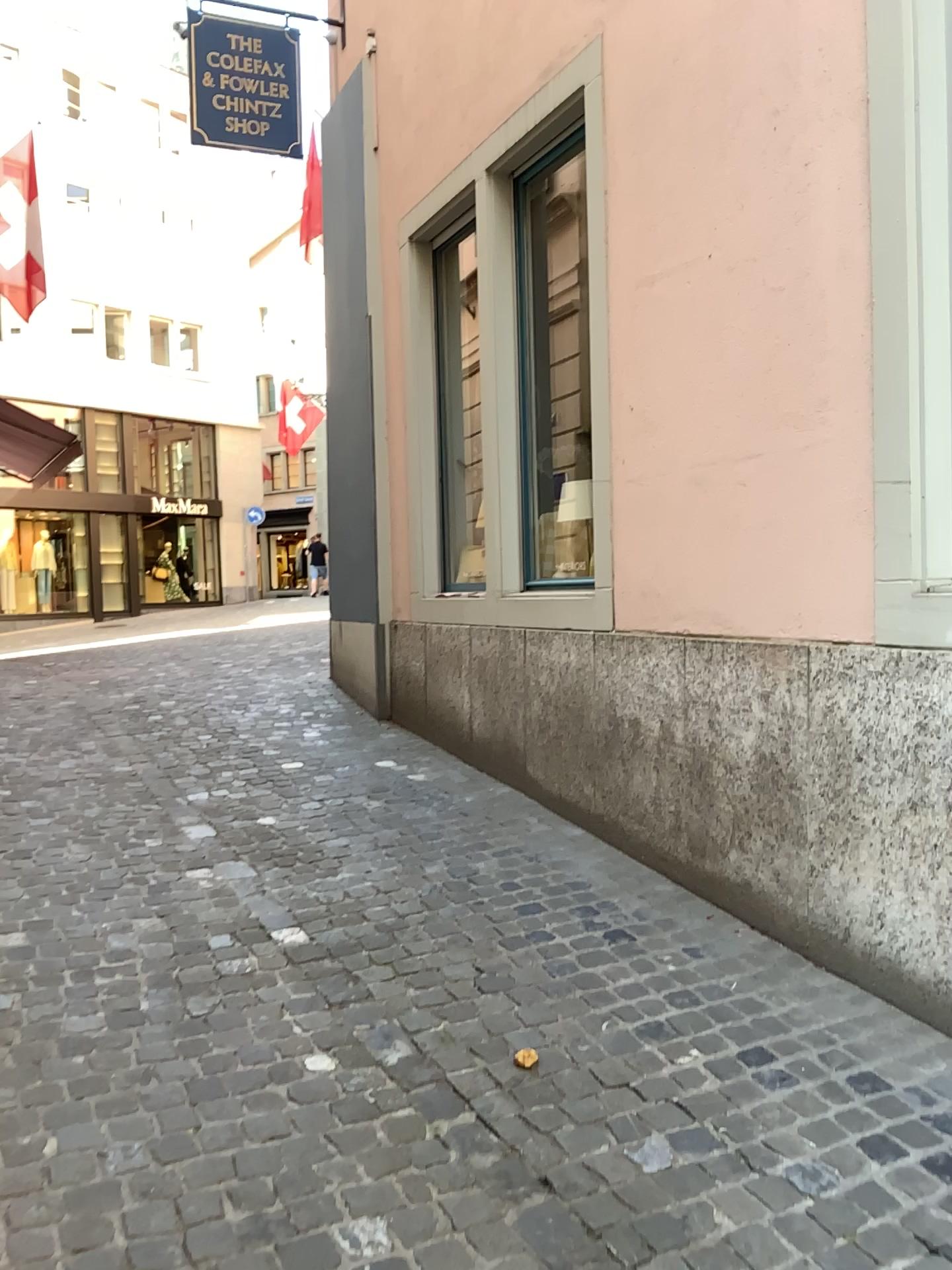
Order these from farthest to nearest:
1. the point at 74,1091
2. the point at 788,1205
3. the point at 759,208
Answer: the point at 759,208
the point at 74,1091
the point at 788,1205
